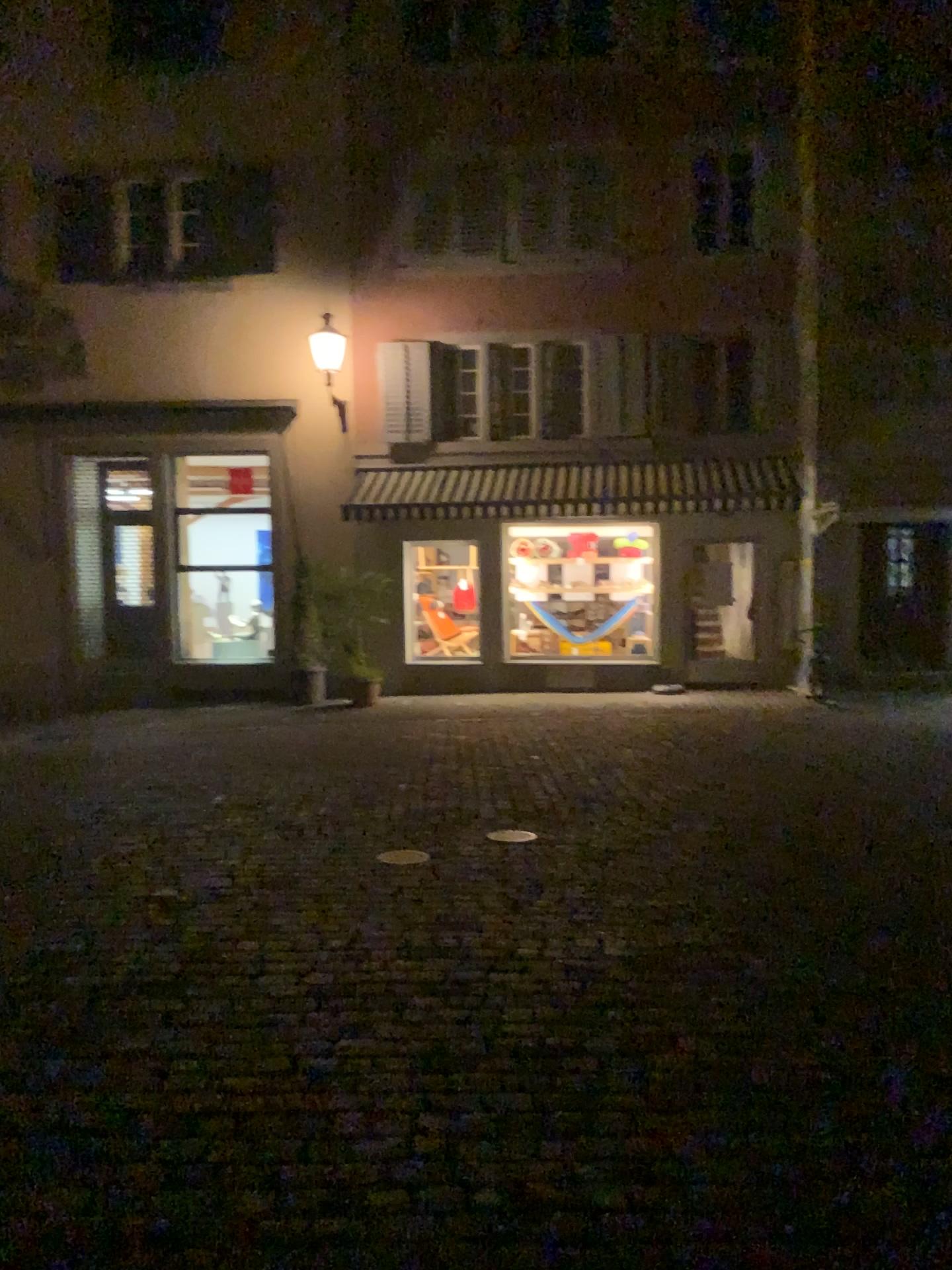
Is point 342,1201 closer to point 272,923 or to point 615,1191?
point 615,1191
